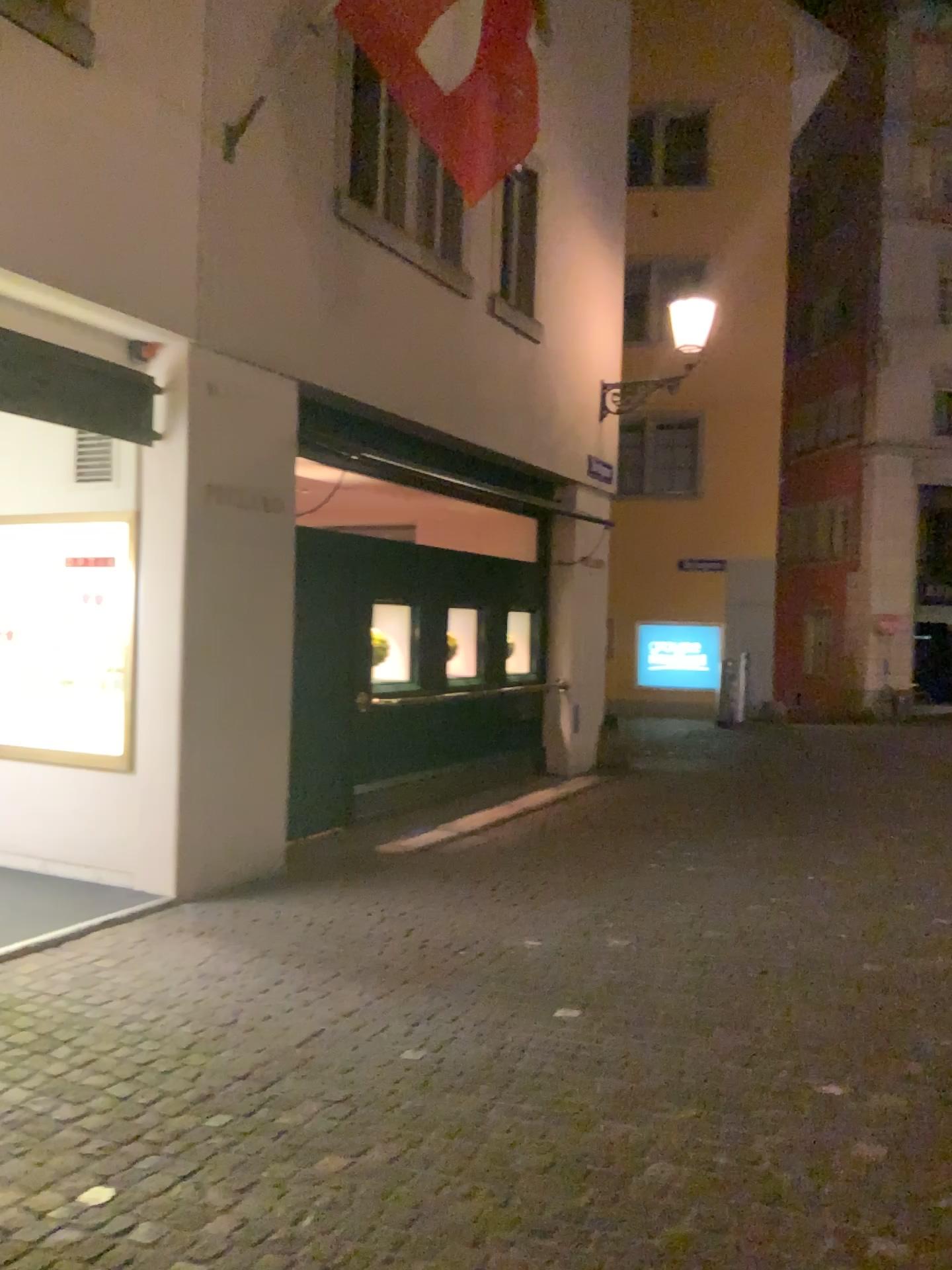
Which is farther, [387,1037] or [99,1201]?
[387,1037]
